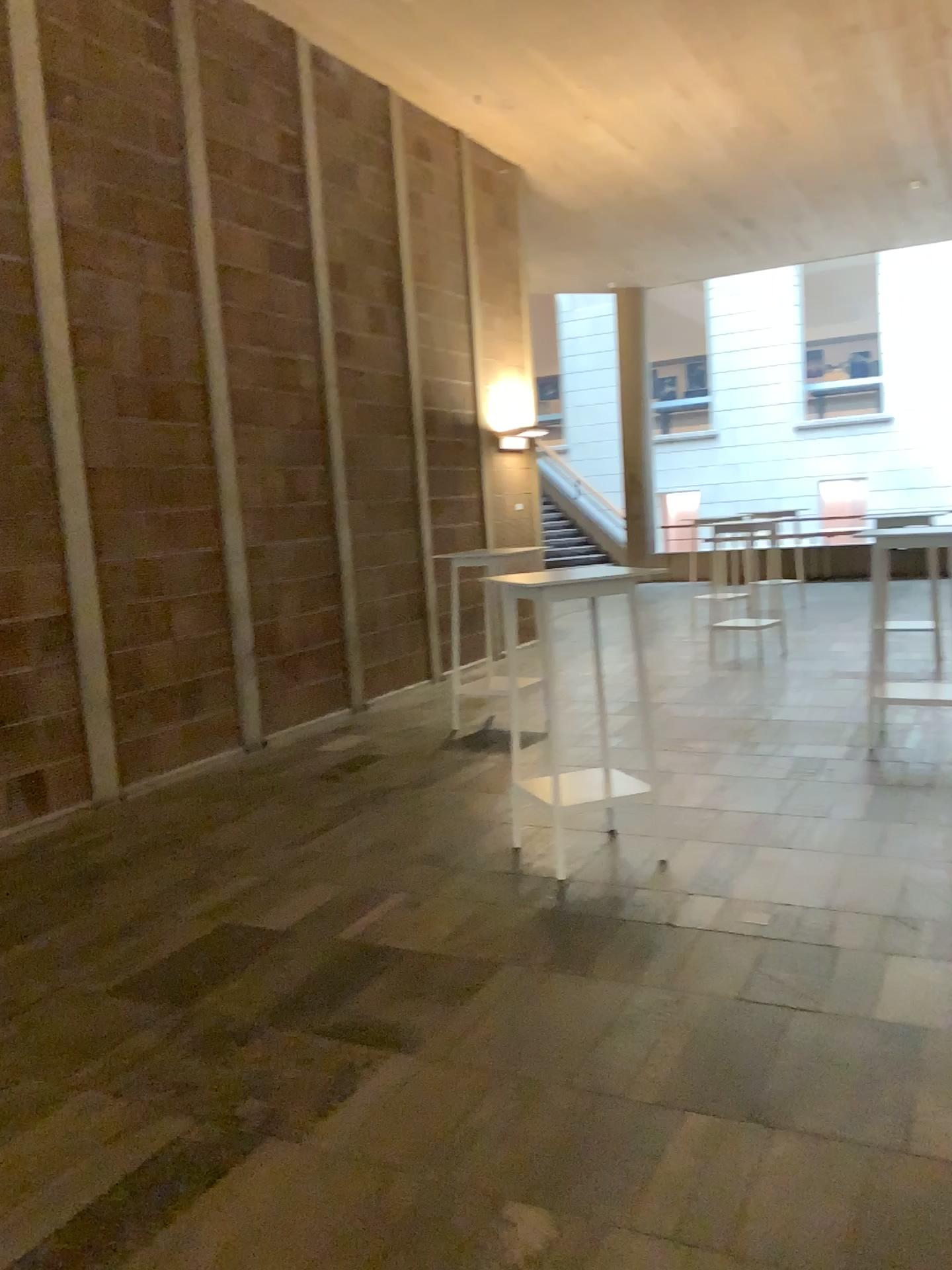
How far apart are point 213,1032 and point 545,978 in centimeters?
101cm
